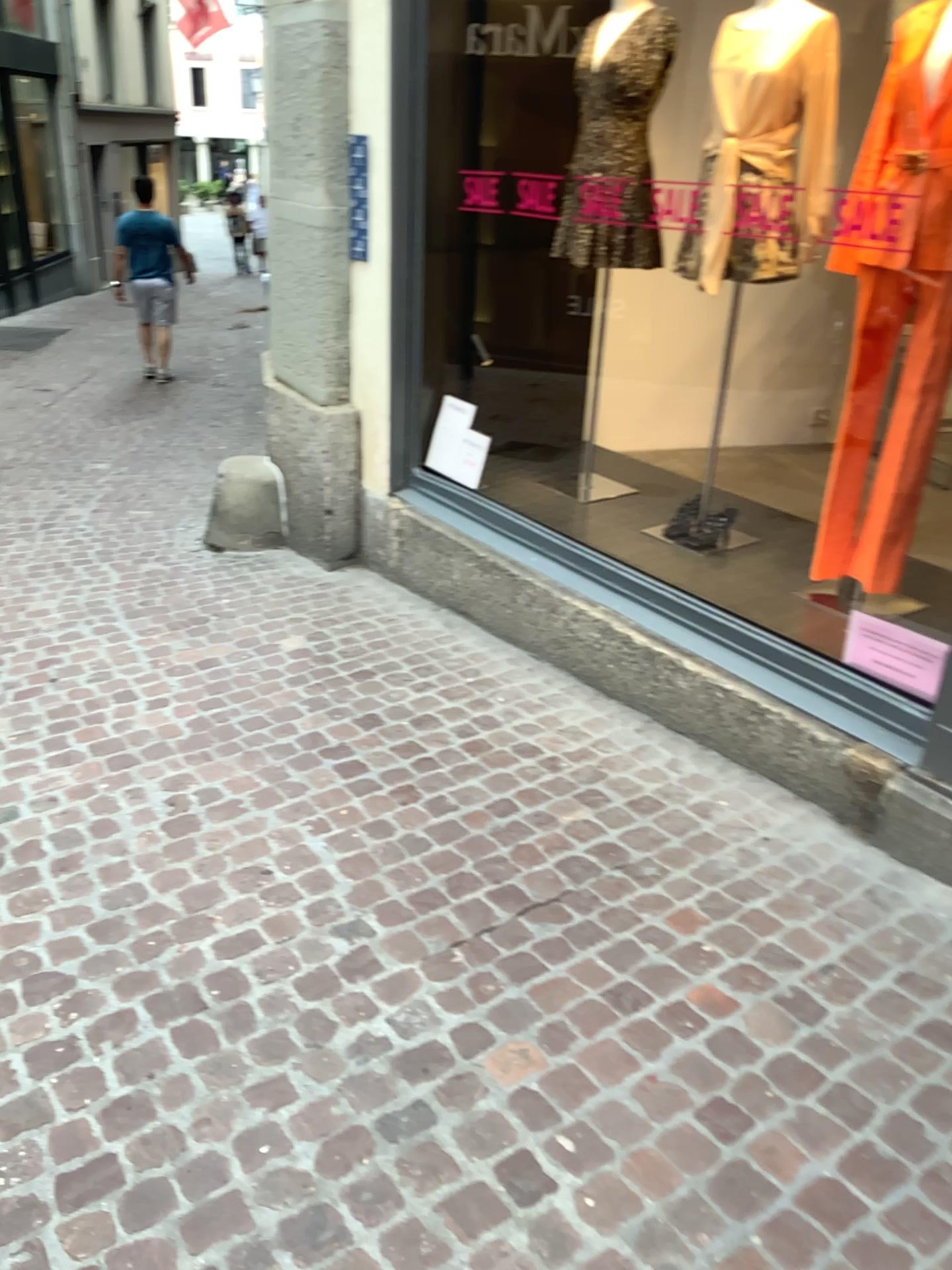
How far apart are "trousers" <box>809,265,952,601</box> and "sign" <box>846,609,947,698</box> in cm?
28

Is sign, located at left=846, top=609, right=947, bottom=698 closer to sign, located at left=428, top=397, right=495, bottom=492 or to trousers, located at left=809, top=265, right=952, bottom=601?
trousers, located at left=809, top=265, right=952, bottom=601

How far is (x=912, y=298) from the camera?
2.9m

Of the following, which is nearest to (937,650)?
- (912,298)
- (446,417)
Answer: (912,298)

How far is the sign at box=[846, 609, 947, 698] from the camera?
2.7m

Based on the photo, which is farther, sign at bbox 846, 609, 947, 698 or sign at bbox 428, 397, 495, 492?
sign at bbox 428, 397, 495, 492

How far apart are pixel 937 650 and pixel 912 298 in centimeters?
97cm

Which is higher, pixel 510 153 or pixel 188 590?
pixel 510 153

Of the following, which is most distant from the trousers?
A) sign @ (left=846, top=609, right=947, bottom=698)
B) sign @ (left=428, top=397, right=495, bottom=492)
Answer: sign @ (left=428, top=397, right=495, bottom=492)
